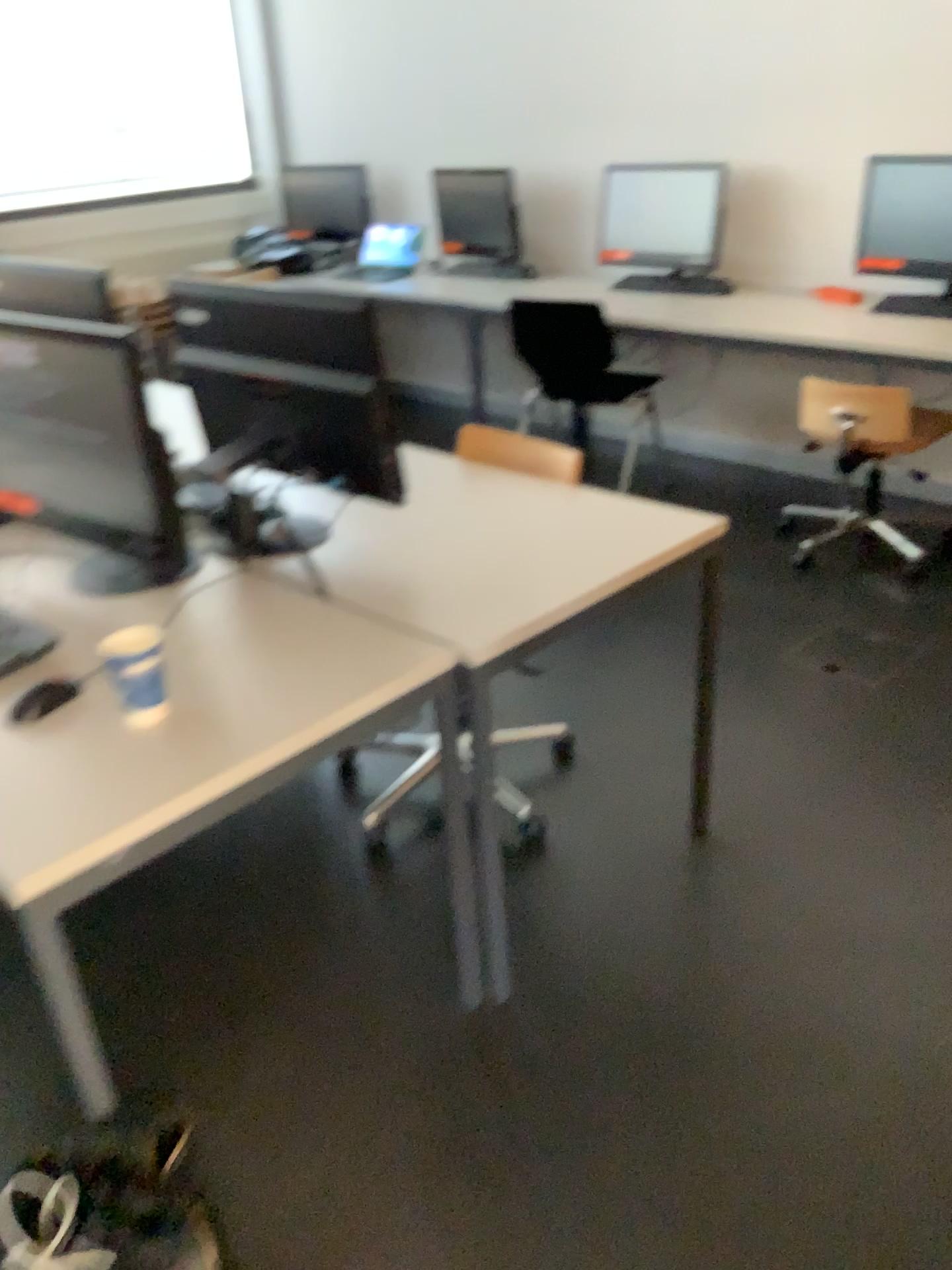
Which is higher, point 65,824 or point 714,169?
point 714,169

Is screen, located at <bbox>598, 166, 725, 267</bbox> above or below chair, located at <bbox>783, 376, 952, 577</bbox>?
above

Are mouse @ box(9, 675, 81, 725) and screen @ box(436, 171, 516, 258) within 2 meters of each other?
no

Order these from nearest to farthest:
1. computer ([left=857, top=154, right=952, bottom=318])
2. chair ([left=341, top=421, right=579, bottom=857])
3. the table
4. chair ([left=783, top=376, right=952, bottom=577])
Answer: the table → chair ([left=341, top=421, right=579, bottom=857]) → chair ([left=783, top=376, right=952, bottom=577]) → computer ([left=857, top=154, right=952, bottom=318])

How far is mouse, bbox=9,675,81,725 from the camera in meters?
1.5 m

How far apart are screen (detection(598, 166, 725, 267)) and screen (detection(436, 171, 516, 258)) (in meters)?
0.55

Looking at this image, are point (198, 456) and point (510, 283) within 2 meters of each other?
no

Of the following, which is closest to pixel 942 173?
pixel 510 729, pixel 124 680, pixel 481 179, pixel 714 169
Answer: pixel 714 169

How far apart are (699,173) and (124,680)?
3.5m

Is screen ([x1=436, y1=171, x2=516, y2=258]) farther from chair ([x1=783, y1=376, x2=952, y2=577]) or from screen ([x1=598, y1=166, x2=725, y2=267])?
chair ([x1=783, y1=376, x2=952, y2=577])
